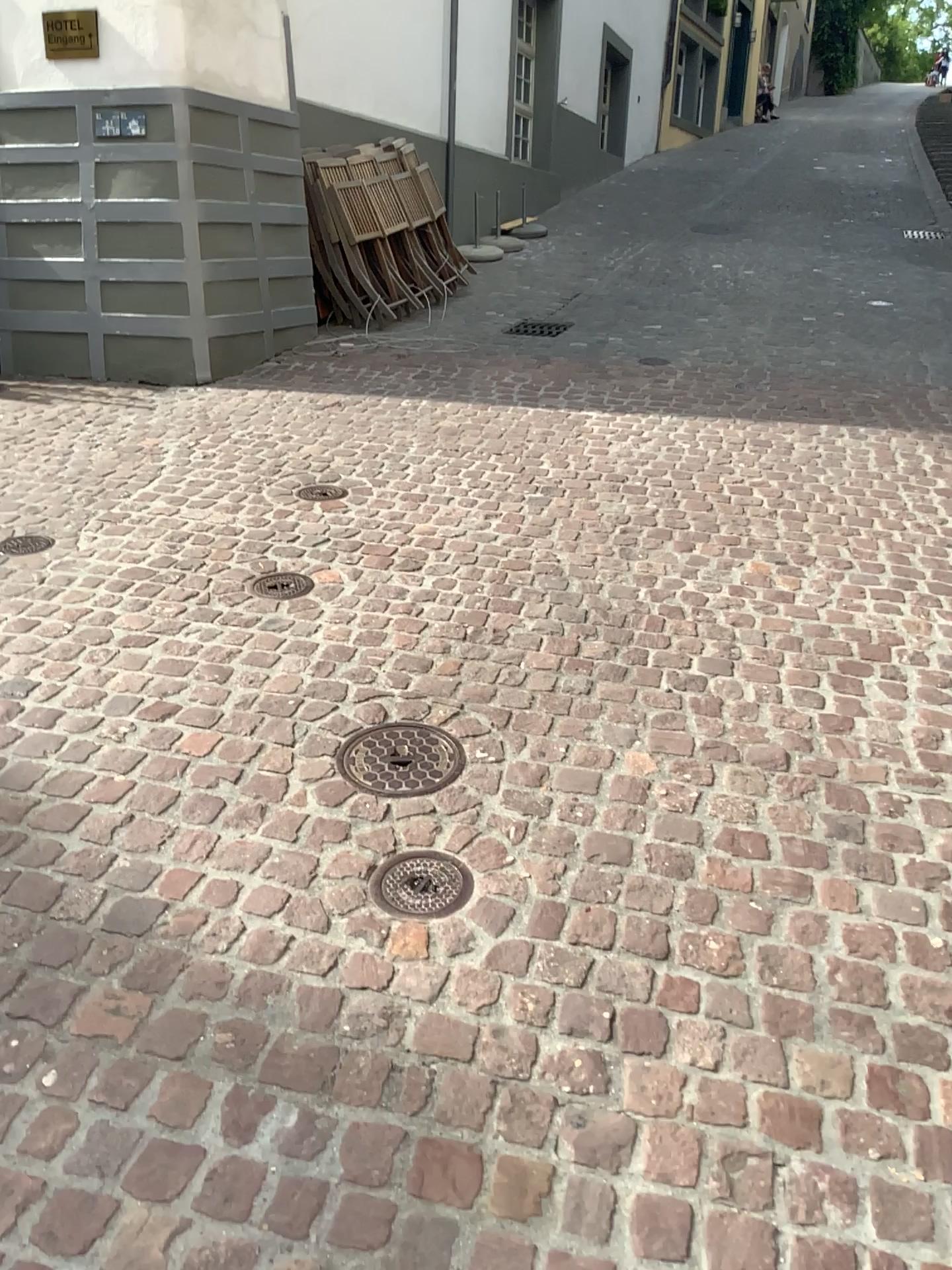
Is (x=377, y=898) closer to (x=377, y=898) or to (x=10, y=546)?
(x=377, y=898)

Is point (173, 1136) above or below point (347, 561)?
below

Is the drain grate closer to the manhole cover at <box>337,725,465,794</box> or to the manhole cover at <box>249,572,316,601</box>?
the manhole cover at <box>337,725,465,794</box>

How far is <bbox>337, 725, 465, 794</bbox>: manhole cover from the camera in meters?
2.4 m

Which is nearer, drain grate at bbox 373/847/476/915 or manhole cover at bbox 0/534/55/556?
drain grate at bbox 373/847/476/915

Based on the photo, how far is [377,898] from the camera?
2.0 meters

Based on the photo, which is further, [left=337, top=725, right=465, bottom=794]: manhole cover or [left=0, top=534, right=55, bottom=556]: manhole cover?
[left=0, top=534, right=55, bottom=556]: manhole cover

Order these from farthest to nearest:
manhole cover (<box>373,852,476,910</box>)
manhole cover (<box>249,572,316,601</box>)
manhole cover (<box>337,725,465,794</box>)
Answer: manhole cover (<box>249,572,316,601</box>) < manhole cover (<box>337,725,465,794</box>) < manhole cover (<box>373,852,476,910</box>)

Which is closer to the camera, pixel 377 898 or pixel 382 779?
pixel 377 898

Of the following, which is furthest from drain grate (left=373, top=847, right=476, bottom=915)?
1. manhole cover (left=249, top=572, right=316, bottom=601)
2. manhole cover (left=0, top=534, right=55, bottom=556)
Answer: manhole cover (left=0, top=534, right=55, bottom=556)
